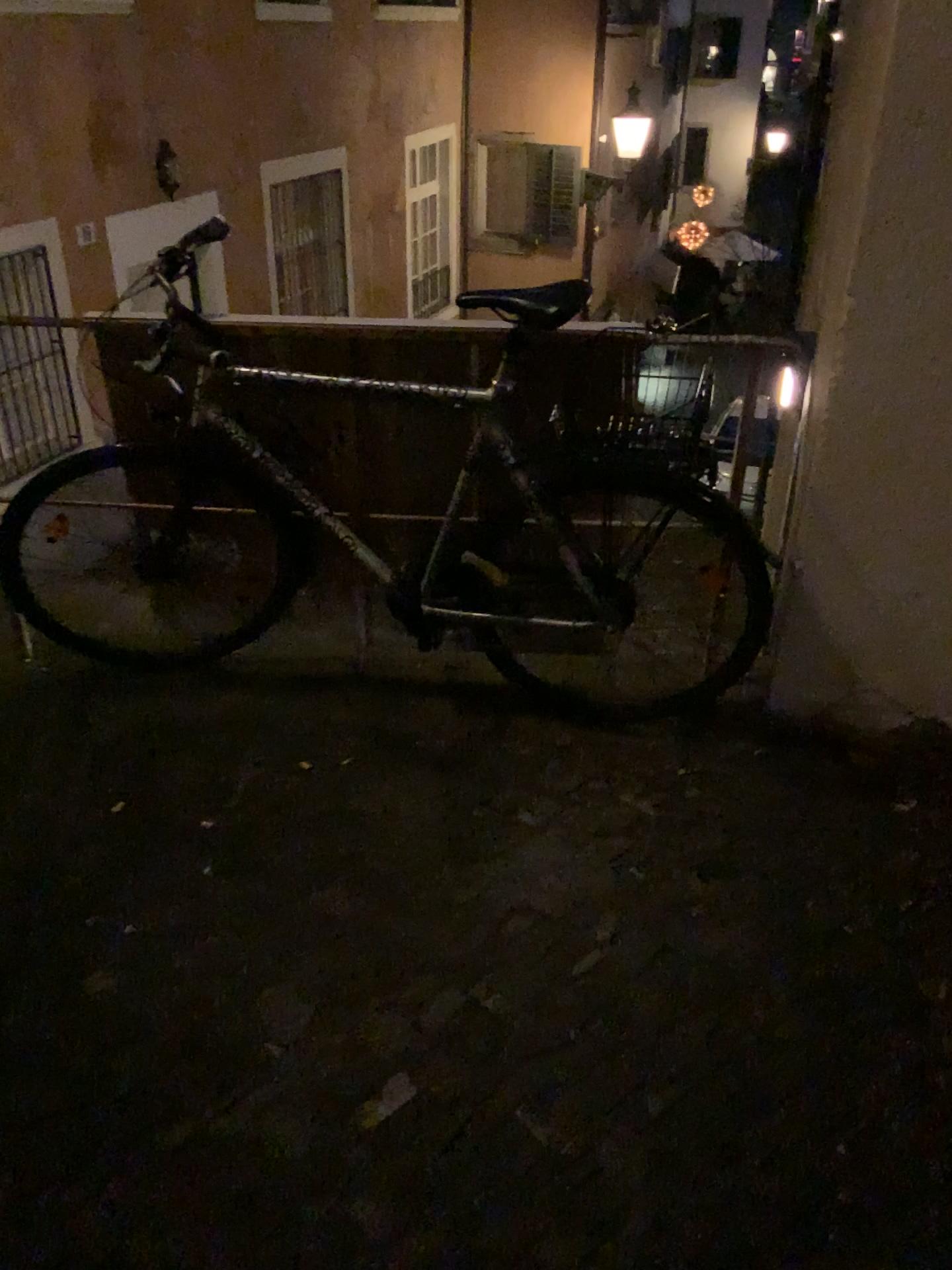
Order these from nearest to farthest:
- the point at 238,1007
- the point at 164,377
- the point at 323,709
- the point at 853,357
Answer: the point at 238,1007
the point at 853,357
the point at 164,377
the point at 323,709
